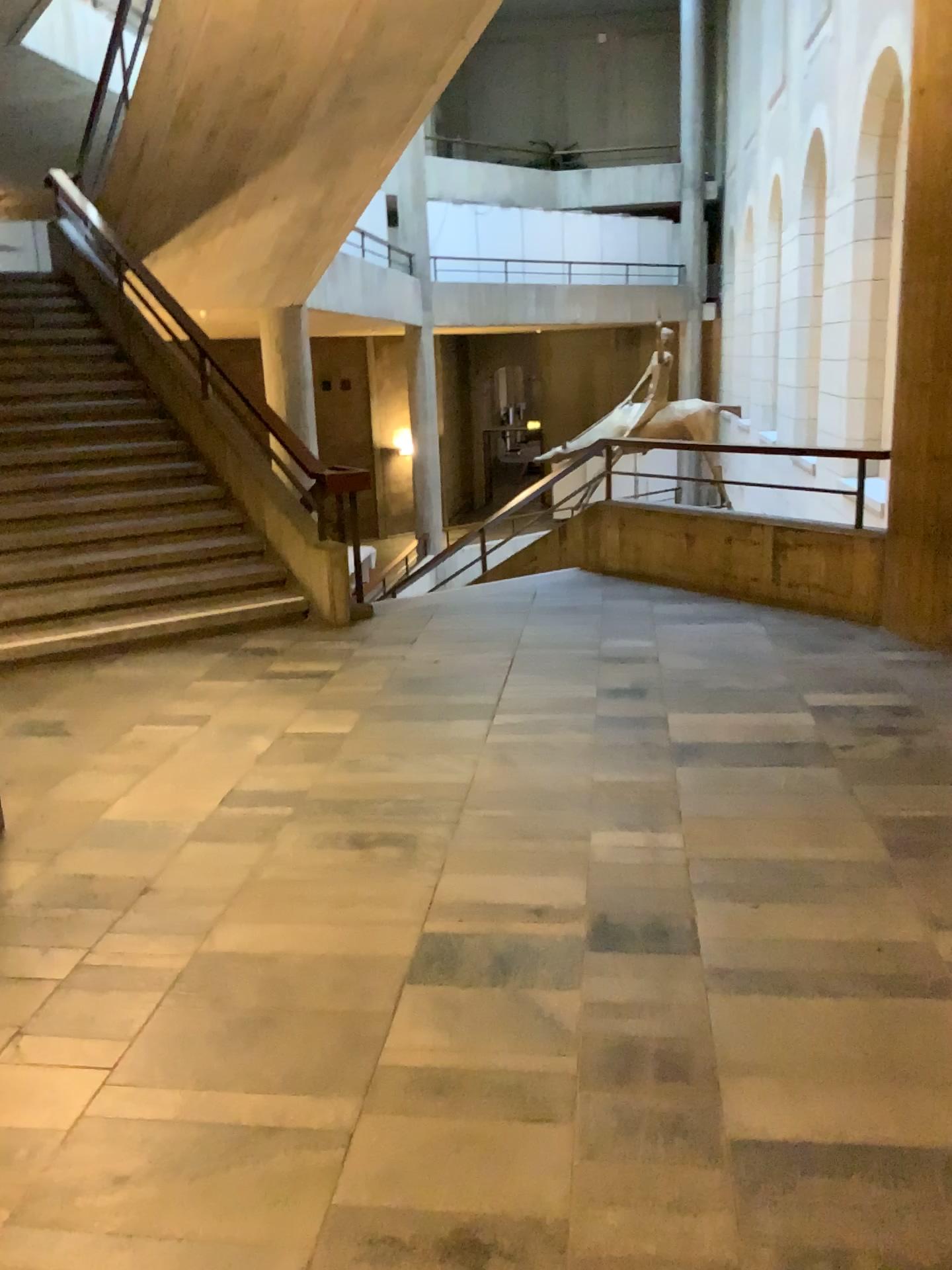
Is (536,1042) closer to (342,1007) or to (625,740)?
(342,1007)
